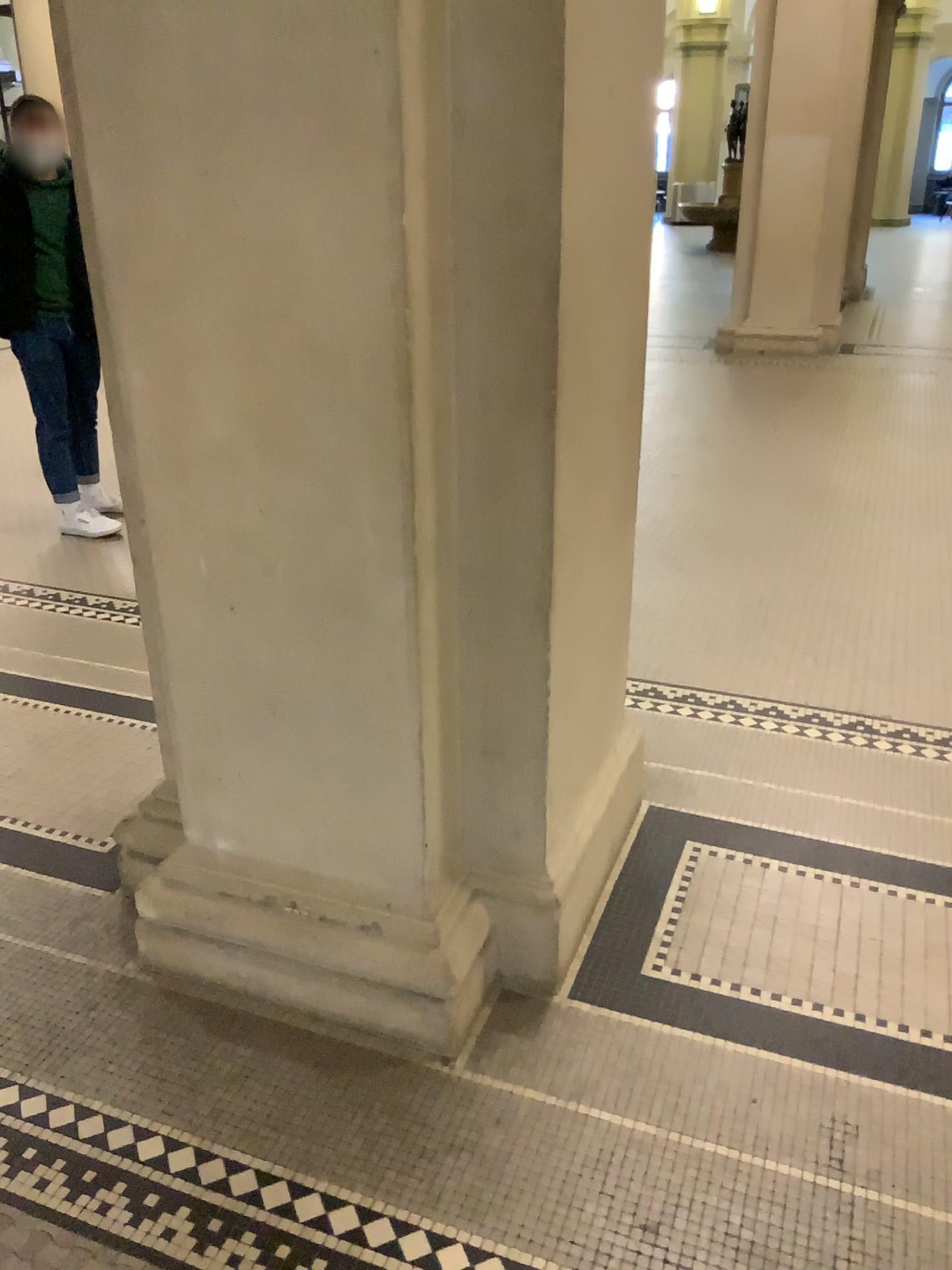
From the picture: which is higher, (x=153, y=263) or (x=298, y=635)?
(x=153, y=263)
